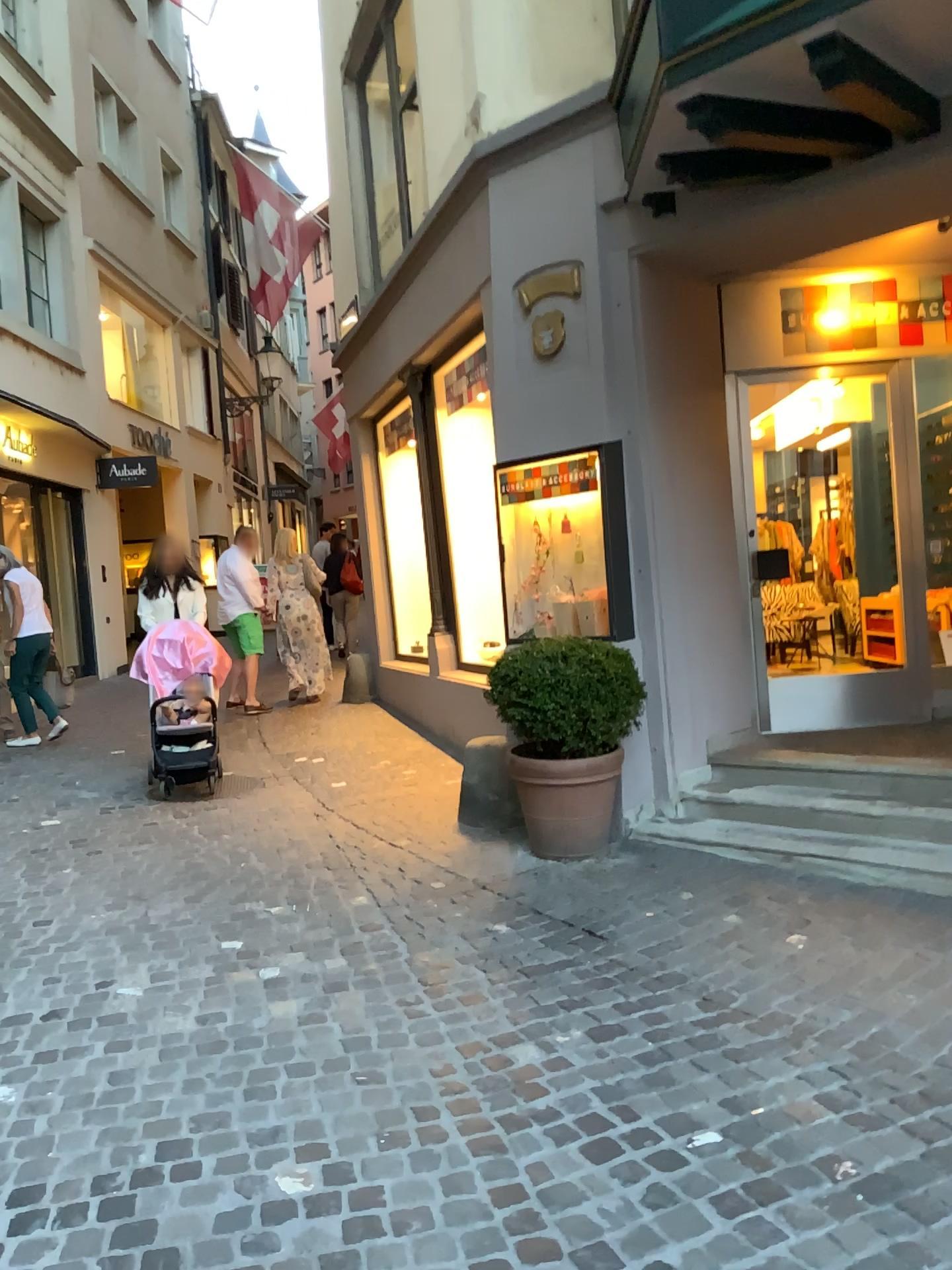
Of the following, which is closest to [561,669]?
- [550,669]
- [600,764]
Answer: [550,669]

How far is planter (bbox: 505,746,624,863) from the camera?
4.7m

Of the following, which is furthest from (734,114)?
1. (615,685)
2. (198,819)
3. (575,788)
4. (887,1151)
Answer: (198,819)

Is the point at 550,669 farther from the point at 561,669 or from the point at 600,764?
the point at 600,764

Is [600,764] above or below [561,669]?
below

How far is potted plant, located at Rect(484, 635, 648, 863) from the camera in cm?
465

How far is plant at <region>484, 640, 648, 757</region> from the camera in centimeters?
464cm
